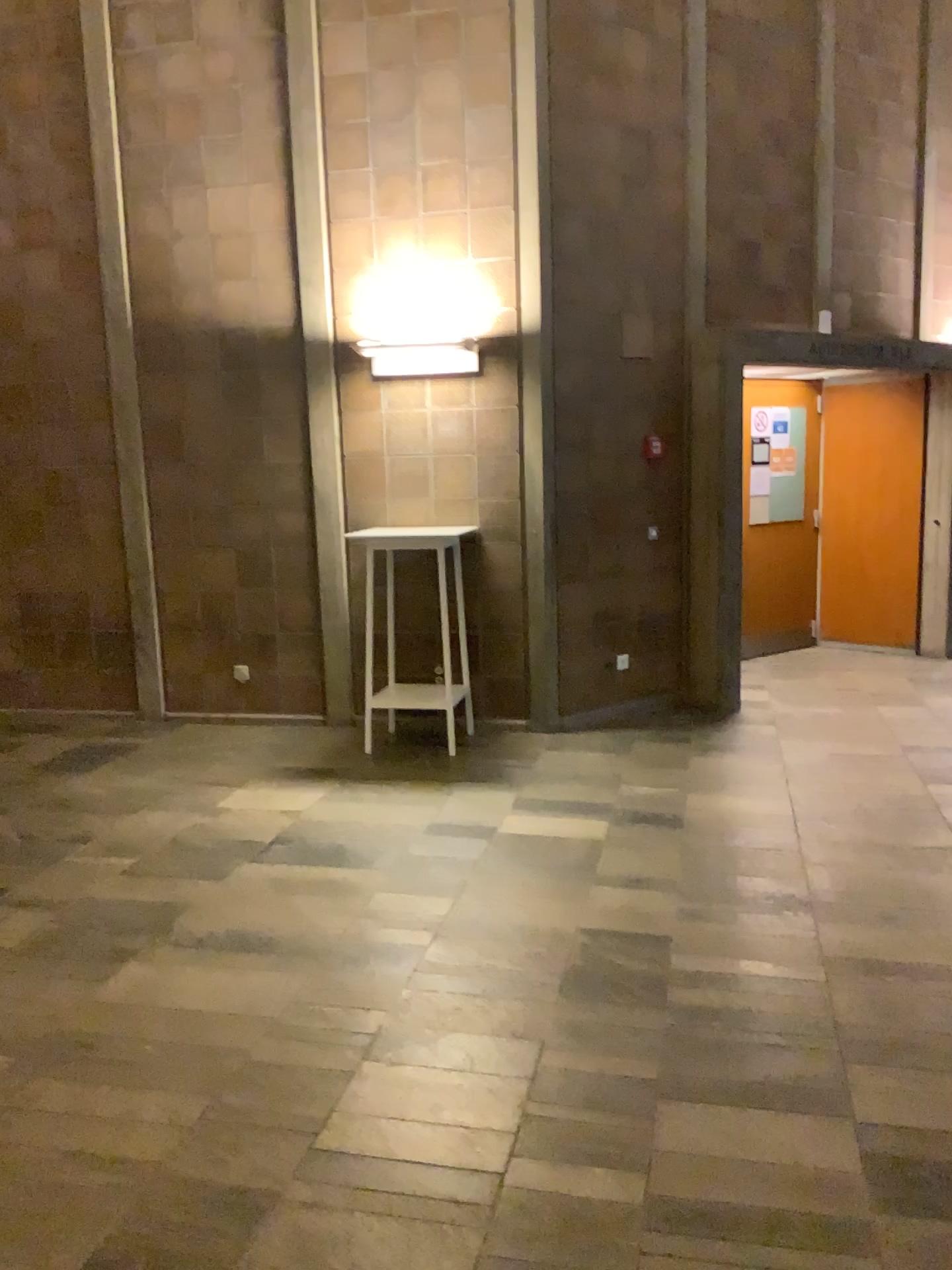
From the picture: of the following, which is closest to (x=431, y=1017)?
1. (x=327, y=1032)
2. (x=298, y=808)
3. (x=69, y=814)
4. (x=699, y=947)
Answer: (x=327, y=1032)
